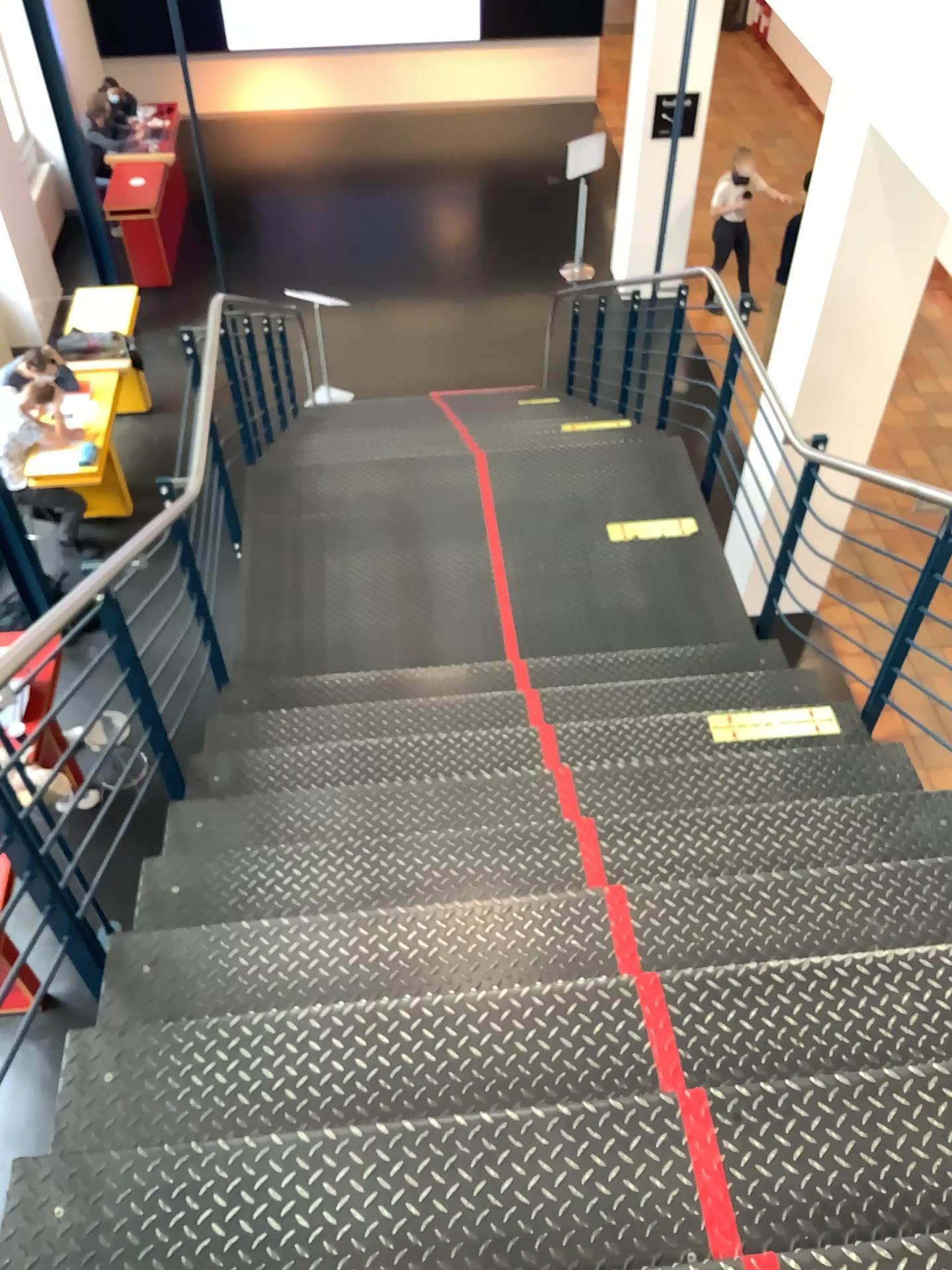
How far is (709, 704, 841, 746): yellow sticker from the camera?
3.4m

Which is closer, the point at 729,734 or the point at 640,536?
the point at 729,734

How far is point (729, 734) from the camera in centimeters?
340cm

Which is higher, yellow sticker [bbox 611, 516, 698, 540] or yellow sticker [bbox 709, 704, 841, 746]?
yellow sticker [bbox 709, 704, 841, 746]

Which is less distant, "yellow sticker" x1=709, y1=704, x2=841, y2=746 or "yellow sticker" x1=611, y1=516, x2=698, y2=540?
"yellow sticker" x1=709, y1=704, x2=841, y2=746

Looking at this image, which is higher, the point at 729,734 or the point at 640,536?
Result: the point at 729,734

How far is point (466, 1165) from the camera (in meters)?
1.73
